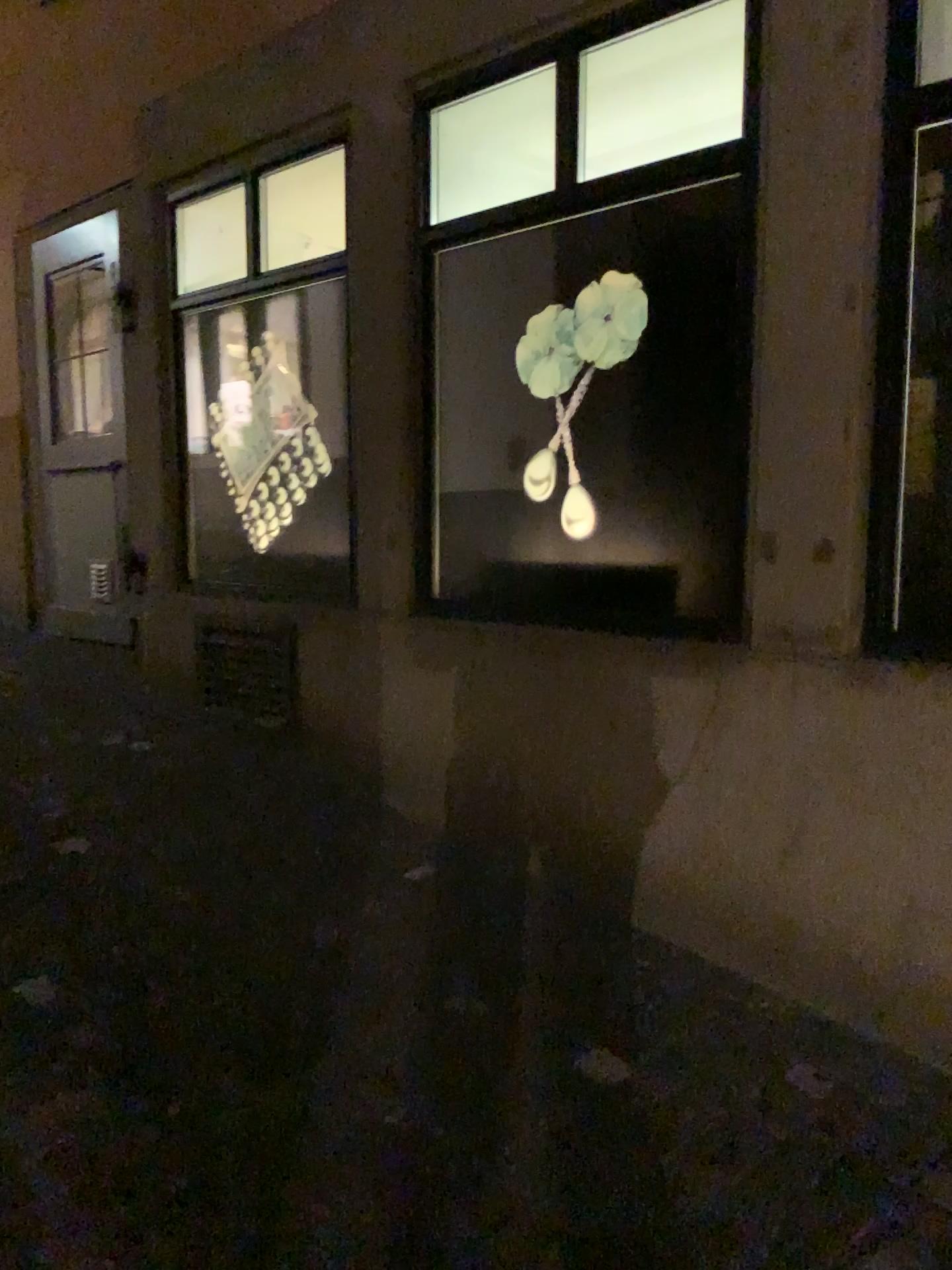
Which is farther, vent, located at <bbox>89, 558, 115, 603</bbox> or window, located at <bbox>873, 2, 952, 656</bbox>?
vent, located at <bbox>89, 558, 115, 603</bbox>

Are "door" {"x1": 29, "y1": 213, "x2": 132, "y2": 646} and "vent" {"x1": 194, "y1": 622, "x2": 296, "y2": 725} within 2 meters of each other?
yes

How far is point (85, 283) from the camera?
4.70m

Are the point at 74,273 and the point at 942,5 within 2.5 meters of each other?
no

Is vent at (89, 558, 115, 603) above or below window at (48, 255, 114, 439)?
below

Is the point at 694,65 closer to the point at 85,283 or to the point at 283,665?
the point at 283,665

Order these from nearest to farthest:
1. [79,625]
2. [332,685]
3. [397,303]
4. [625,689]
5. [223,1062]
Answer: [223,1062] < [625,689] < [397,303] < [332,685] < [79,625]

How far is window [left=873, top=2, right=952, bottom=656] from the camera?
2.2m

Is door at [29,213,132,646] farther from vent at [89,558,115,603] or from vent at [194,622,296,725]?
vent at [194,622,296,725]

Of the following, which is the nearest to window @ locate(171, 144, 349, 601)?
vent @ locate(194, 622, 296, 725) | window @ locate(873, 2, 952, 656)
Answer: vent @ locate(194, 622, 296, 725)
